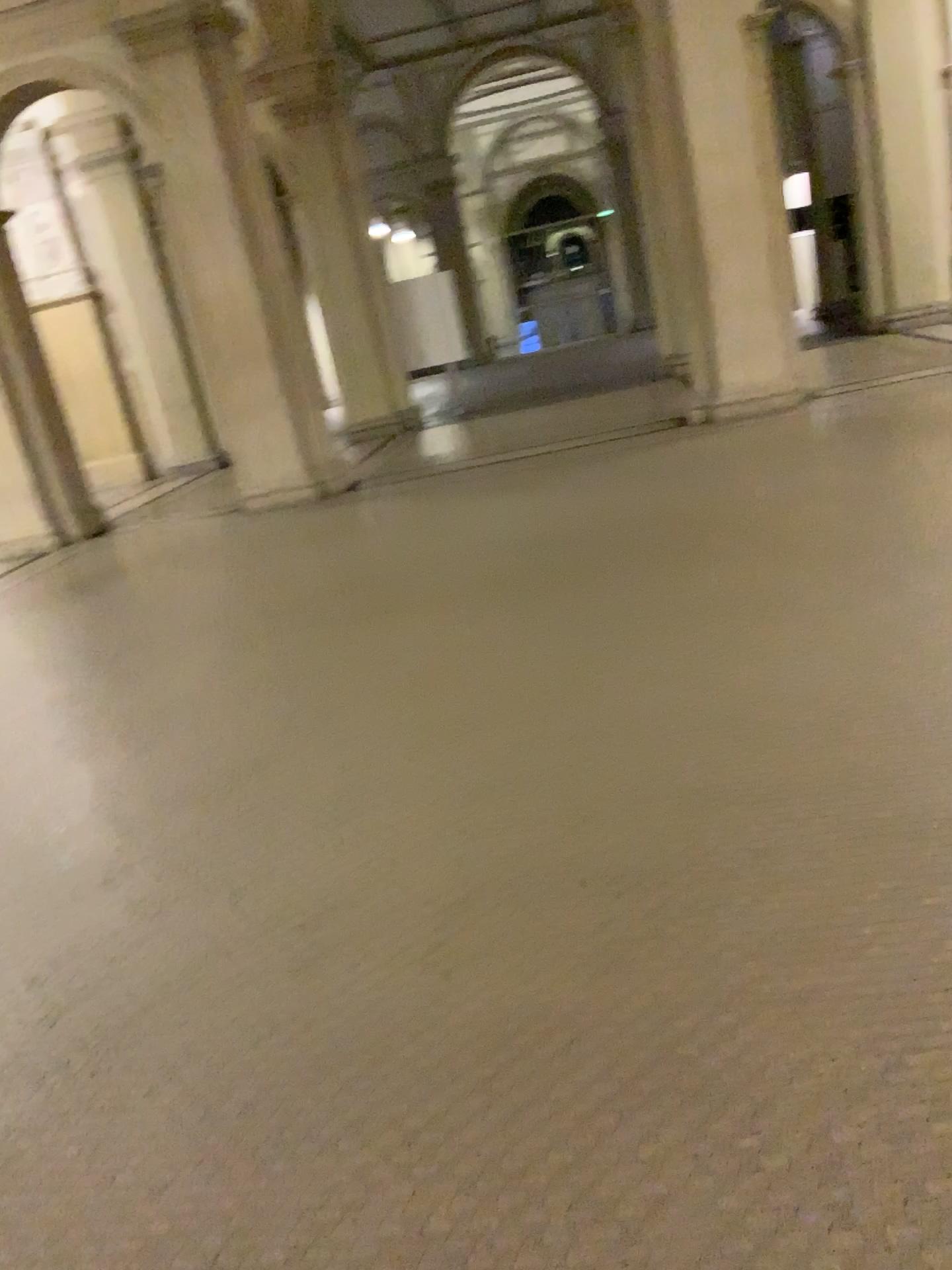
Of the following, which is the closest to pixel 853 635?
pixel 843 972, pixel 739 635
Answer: pixel 739 635
